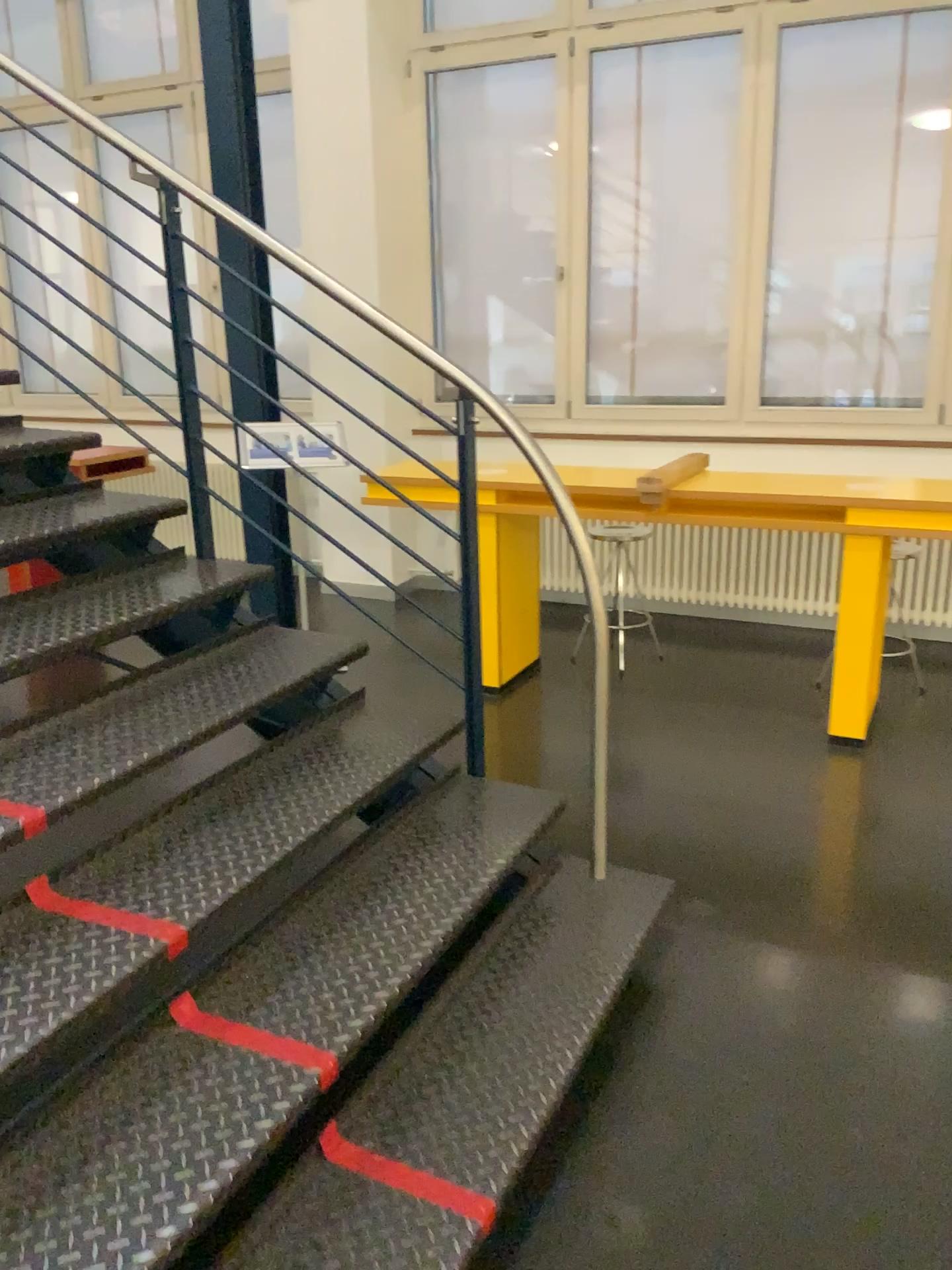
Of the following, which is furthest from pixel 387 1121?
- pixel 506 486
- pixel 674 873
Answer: pixel 506 486

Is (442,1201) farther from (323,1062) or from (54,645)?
(54,645)

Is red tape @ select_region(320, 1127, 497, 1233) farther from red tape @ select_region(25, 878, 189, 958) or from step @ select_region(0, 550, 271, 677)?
step @ select_region(0, 550, 271, 677)

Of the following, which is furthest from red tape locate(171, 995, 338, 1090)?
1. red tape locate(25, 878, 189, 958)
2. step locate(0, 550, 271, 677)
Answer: step locate(0, 550, 271, 677)

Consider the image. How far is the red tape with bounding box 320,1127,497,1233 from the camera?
1.7m

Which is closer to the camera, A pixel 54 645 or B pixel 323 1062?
B pixel 323 1062

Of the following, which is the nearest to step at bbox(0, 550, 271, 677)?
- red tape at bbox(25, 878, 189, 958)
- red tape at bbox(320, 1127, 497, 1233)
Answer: red tape at bbox(25, 878, 189, 958)

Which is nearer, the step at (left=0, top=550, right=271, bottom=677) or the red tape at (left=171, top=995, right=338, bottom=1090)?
the red tape at (left=171, top=995, right=338, bottom=1090)

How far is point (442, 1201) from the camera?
1.7m

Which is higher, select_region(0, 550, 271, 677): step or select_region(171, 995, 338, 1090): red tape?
select_region(0, 550, 271, 677): step
